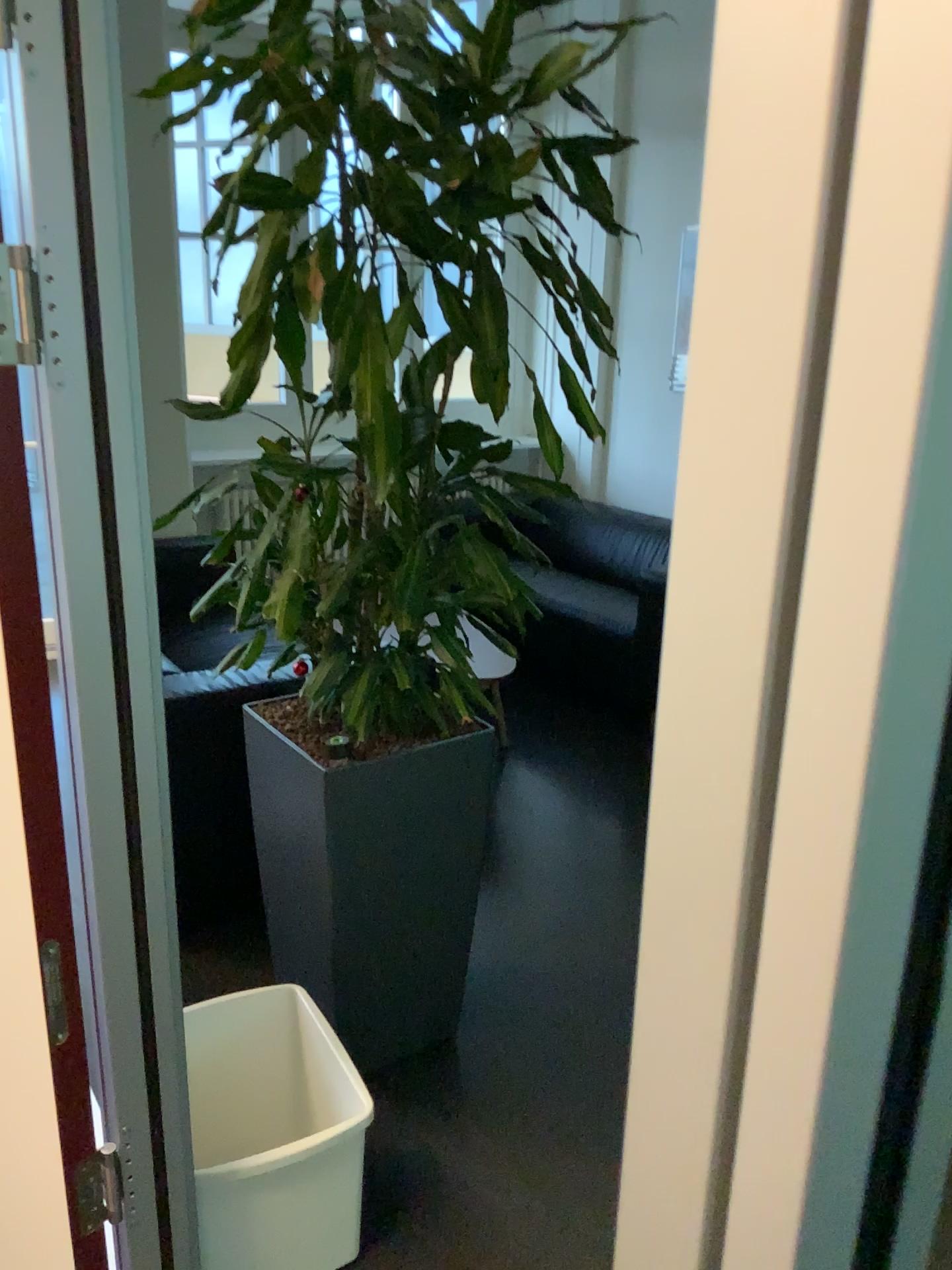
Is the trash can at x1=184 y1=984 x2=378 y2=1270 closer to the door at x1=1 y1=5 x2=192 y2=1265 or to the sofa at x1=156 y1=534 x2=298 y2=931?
the door at x1=1 y1=5 x2=192 y2=1265

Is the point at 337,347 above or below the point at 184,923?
above

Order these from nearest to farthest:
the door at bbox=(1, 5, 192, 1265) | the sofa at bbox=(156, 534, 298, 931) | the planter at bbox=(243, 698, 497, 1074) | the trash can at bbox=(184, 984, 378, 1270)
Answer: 1. the door at bbox=(1, 5, 192, 1265)
2. the trash can at bbox=(184, 984, 378, 1270)
3. the planter at bbox=(243, 698, 497, 1074)
4. the sofa at bbox=(156, 534, 298, 931)

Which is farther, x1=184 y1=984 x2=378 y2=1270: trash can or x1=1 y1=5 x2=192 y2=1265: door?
x1=184 y1=984 x2=378 y2=1270: trash can

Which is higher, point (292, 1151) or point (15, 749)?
point (15, 749)

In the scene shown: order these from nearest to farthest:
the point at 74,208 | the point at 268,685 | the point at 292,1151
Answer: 1. the point at 74,208
2. the point at 292,1151
3. the point at 268,685

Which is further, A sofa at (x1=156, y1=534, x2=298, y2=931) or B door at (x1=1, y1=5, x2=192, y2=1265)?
A sofa at (x1=156, y1=534, x2=298, y2=931)

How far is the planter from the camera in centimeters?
202cm

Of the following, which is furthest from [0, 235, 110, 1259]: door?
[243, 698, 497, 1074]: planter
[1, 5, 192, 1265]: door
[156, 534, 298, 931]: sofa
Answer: [156, 534, 298, 931]: sofa

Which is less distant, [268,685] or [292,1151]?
[292,1151]
